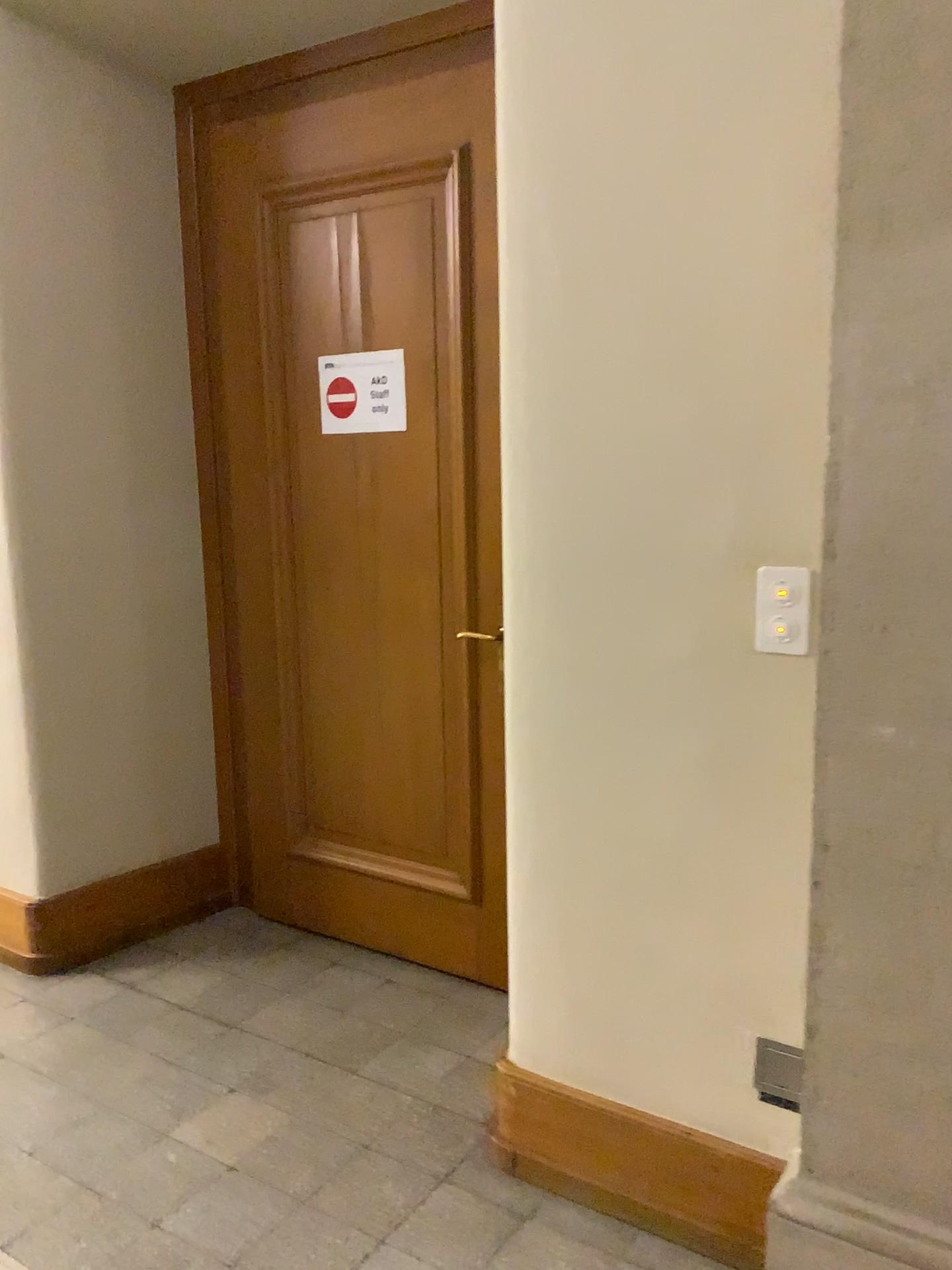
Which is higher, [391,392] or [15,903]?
[391,392]

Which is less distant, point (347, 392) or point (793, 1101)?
point (793, 1101)

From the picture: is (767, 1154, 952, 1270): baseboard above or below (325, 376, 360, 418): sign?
below

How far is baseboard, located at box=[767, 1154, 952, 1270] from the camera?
1.6m

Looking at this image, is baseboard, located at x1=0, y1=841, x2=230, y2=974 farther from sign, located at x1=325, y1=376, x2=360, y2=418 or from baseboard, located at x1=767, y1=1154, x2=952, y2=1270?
baseboard, located at x1=767, y1=1154, x2=952, y2=1270

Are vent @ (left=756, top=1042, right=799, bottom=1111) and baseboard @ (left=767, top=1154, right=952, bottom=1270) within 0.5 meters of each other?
yes

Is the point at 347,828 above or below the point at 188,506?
below

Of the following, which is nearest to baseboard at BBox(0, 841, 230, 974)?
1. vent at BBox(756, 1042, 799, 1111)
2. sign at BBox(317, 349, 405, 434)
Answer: sign at BBox(317, 349, 405, 434)

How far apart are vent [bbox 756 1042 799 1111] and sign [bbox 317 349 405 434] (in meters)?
1.74

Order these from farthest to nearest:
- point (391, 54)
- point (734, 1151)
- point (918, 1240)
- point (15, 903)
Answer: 1. point (15, 903)
2. point (391, 54)
3. point (734, 1151)
4. point (918, 1240)
